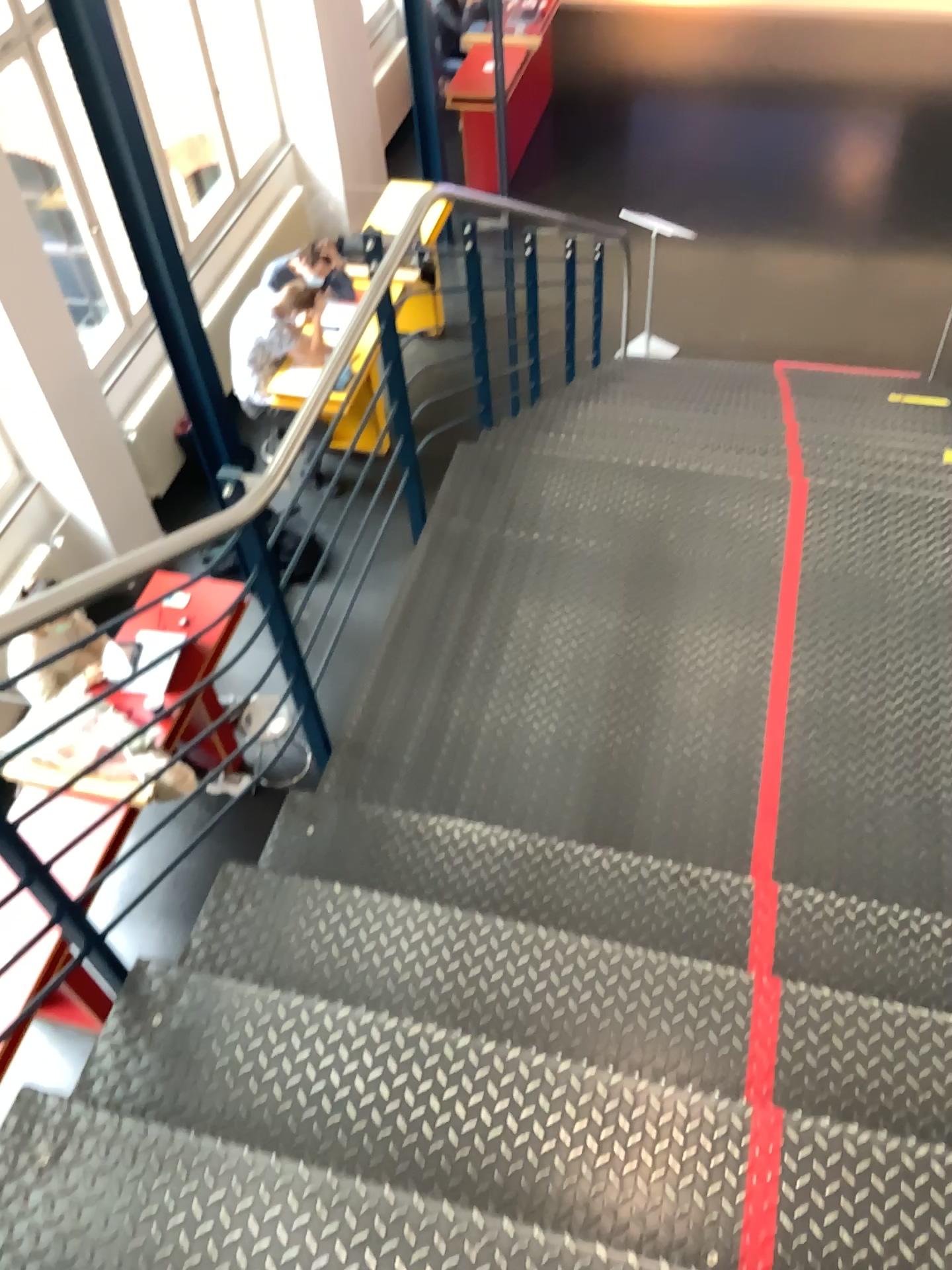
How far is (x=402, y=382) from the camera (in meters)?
3.20
